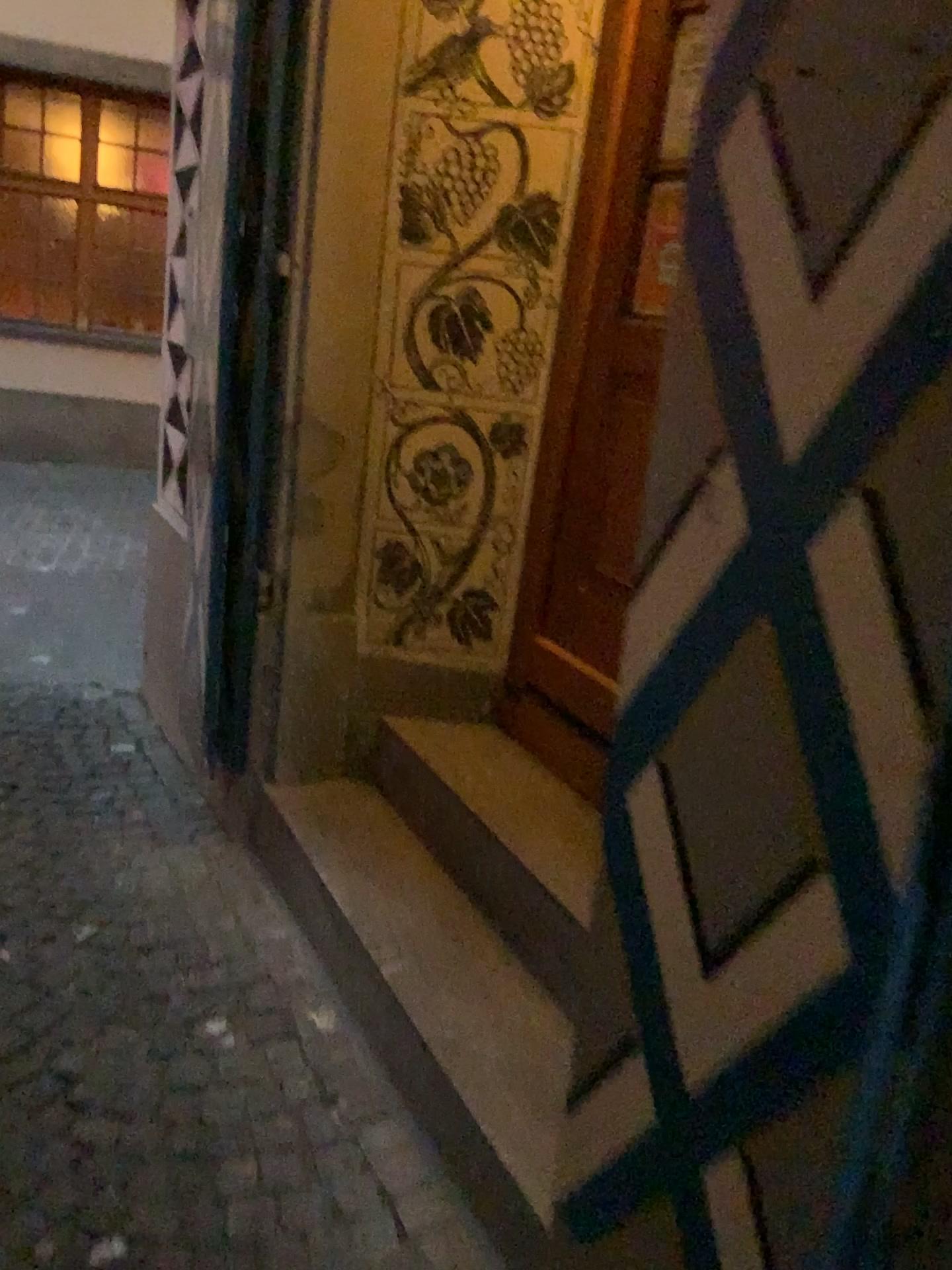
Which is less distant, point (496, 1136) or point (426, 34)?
point (496, 1136)

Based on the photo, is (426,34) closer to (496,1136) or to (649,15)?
(649,15)

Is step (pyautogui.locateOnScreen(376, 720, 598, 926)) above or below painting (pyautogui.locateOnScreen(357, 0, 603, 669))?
below

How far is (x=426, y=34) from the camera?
2.35m

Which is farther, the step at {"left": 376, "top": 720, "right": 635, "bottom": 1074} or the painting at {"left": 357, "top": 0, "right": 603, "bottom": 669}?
the painting at {"left": 357, "top": 0, "right": 603, "bottom": 669}

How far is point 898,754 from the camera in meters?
0.8

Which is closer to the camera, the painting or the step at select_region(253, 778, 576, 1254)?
the step at select_region(253, 778, 576, 1254)

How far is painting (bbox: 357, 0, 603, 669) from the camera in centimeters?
235cm

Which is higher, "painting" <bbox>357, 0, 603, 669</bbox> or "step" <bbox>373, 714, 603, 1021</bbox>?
"painting" <bbox>357, 0, 603, 669</bbox>

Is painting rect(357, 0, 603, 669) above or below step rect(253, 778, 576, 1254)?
above
